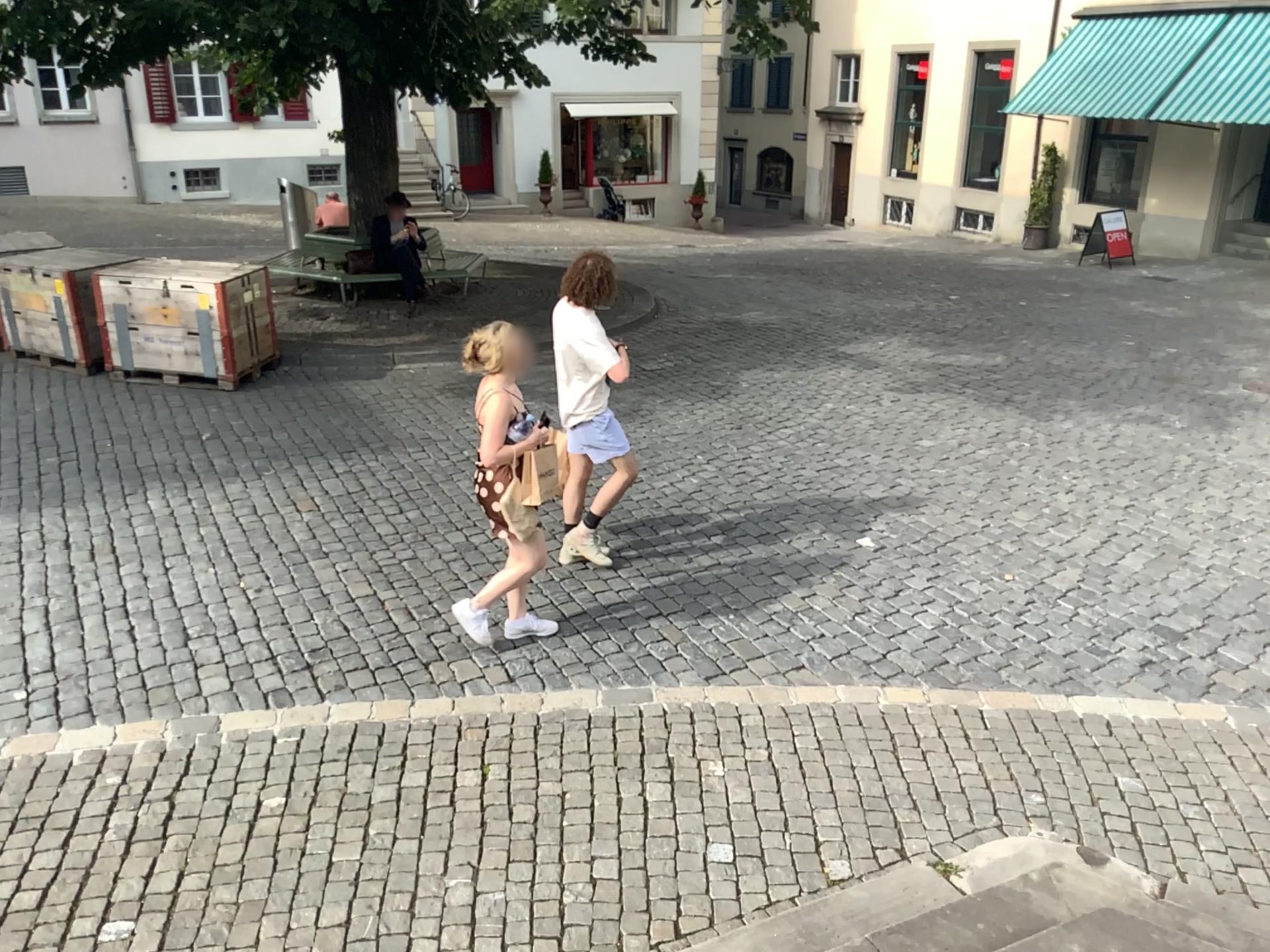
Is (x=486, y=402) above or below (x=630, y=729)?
above
